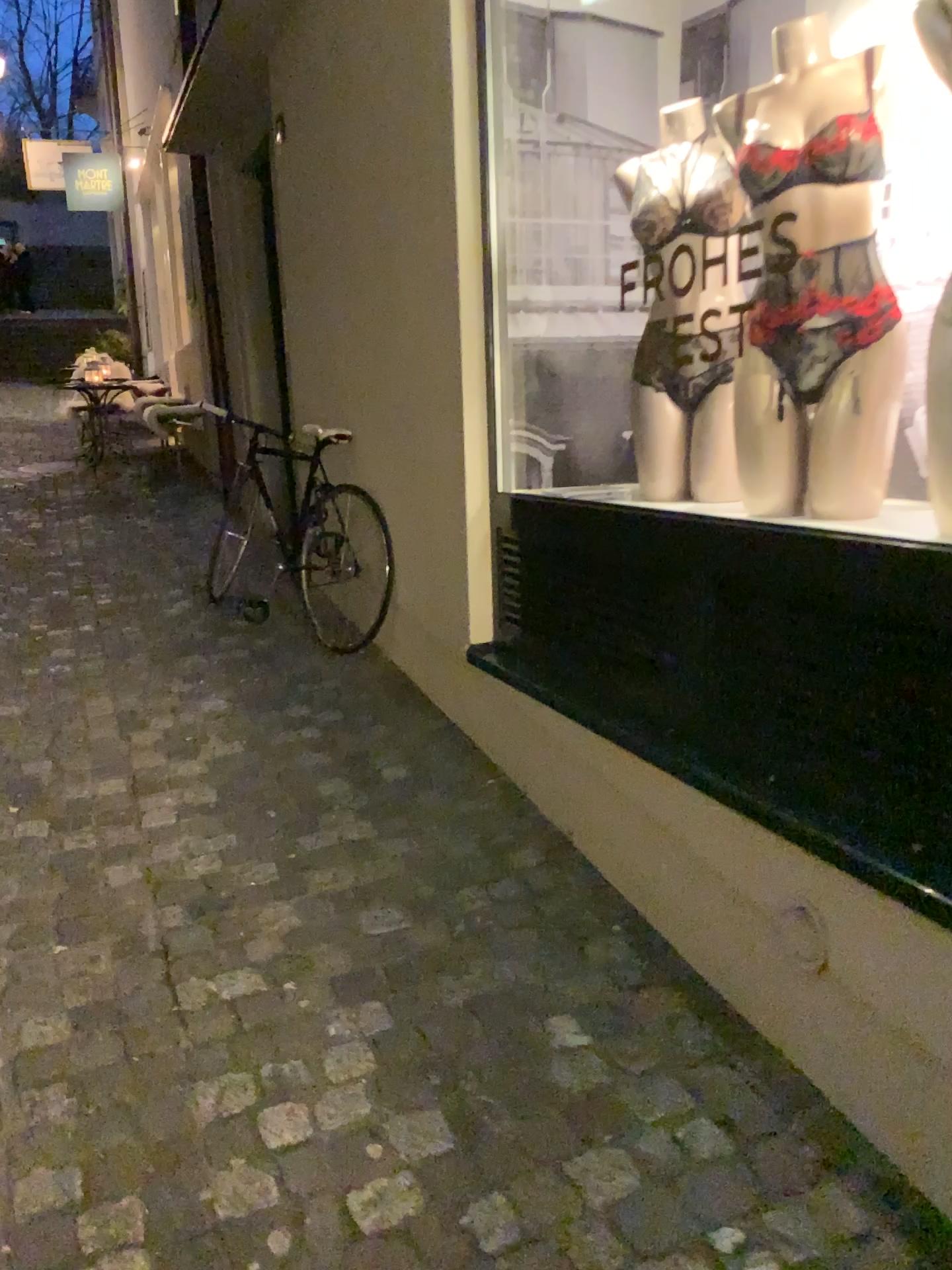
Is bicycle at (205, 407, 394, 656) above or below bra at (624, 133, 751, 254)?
below

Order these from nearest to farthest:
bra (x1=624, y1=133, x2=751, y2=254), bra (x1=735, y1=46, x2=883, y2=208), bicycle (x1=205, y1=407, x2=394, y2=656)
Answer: bra (x1=735, y1=46, x2=883, y2=208) → bra (x1=624, y1=133, x2=751, y2=254) → bicycle (x1=205, y1=407, x2=394, y2=656)

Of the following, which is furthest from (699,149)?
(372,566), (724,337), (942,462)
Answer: (372,566)

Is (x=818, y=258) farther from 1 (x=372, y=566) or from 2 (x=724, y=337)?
1 (x=372, y=566)

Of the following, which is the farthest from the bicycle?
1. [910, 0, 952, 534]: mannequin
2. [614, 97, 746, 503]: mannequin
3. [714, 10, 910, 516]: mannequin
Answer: [910, 0, 952, 534]: mannequin

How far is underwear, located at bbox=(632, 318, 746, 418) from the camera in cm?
253

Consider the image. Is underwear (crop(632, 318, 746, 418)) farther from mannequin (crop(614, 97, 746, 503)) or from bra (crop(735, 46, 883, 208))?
bra (crop(735, 46, 883, 208))

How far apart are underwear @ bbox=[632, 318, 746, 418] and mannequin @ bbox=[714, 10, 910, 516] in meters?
0.3 m

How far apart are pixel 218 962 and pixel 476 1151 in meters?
0.7

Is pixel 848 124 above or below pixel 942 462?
above
